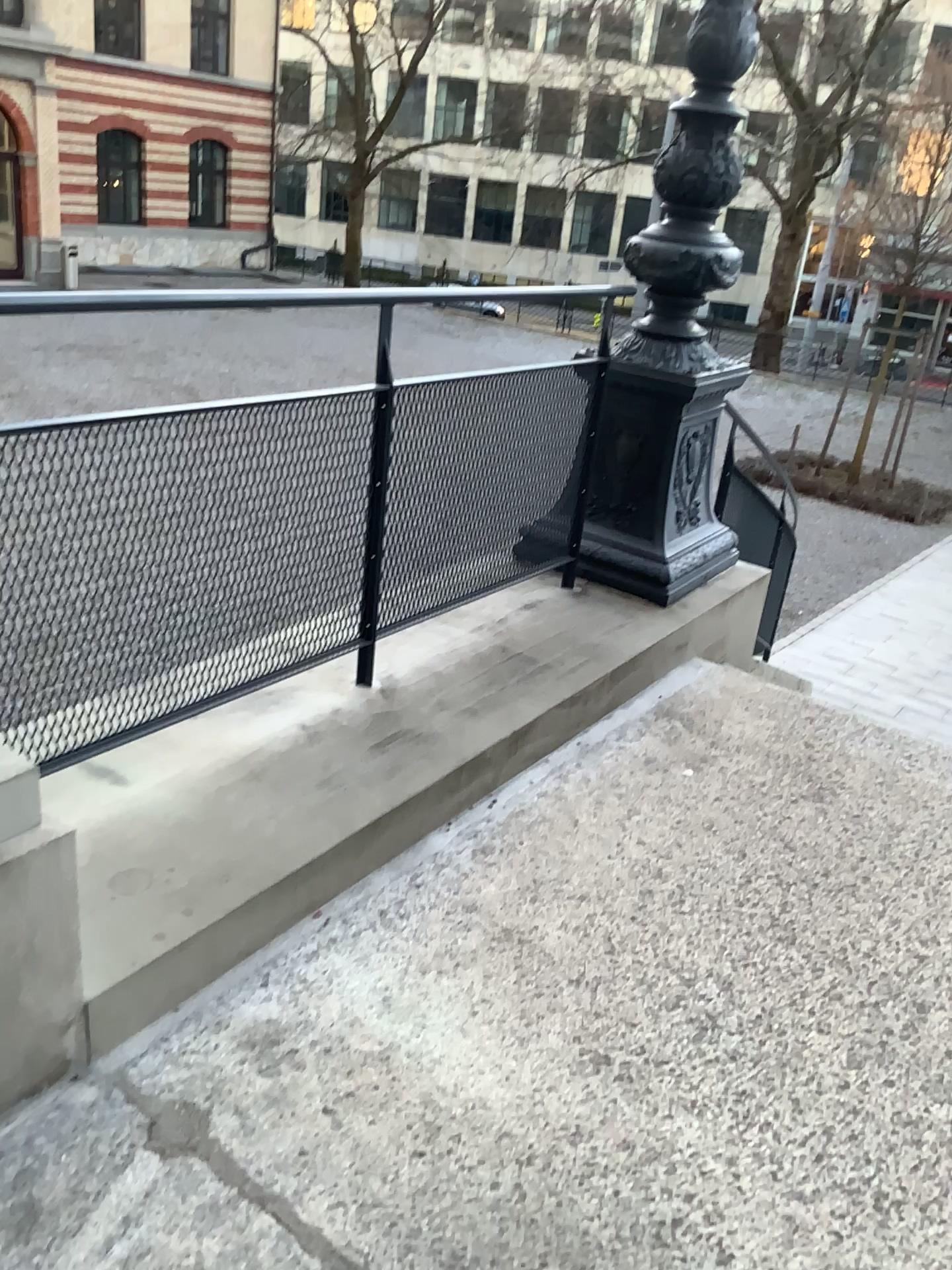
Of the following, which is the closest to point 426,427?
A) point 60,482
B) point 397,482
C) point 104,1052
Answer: point 397,482
